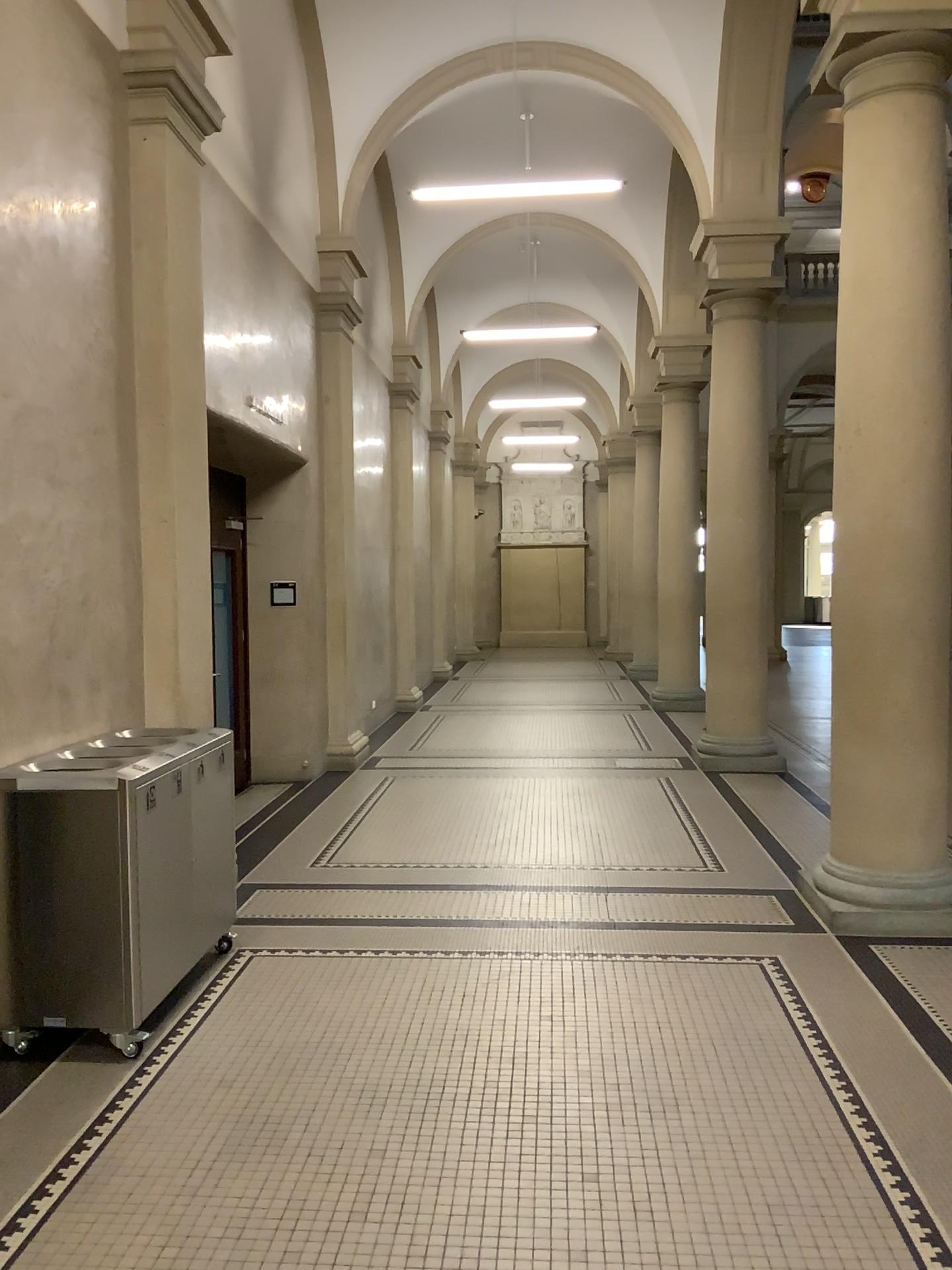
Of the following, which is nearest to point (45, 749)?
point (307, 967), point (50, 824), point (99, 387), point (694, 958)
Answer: point (50, 824)
